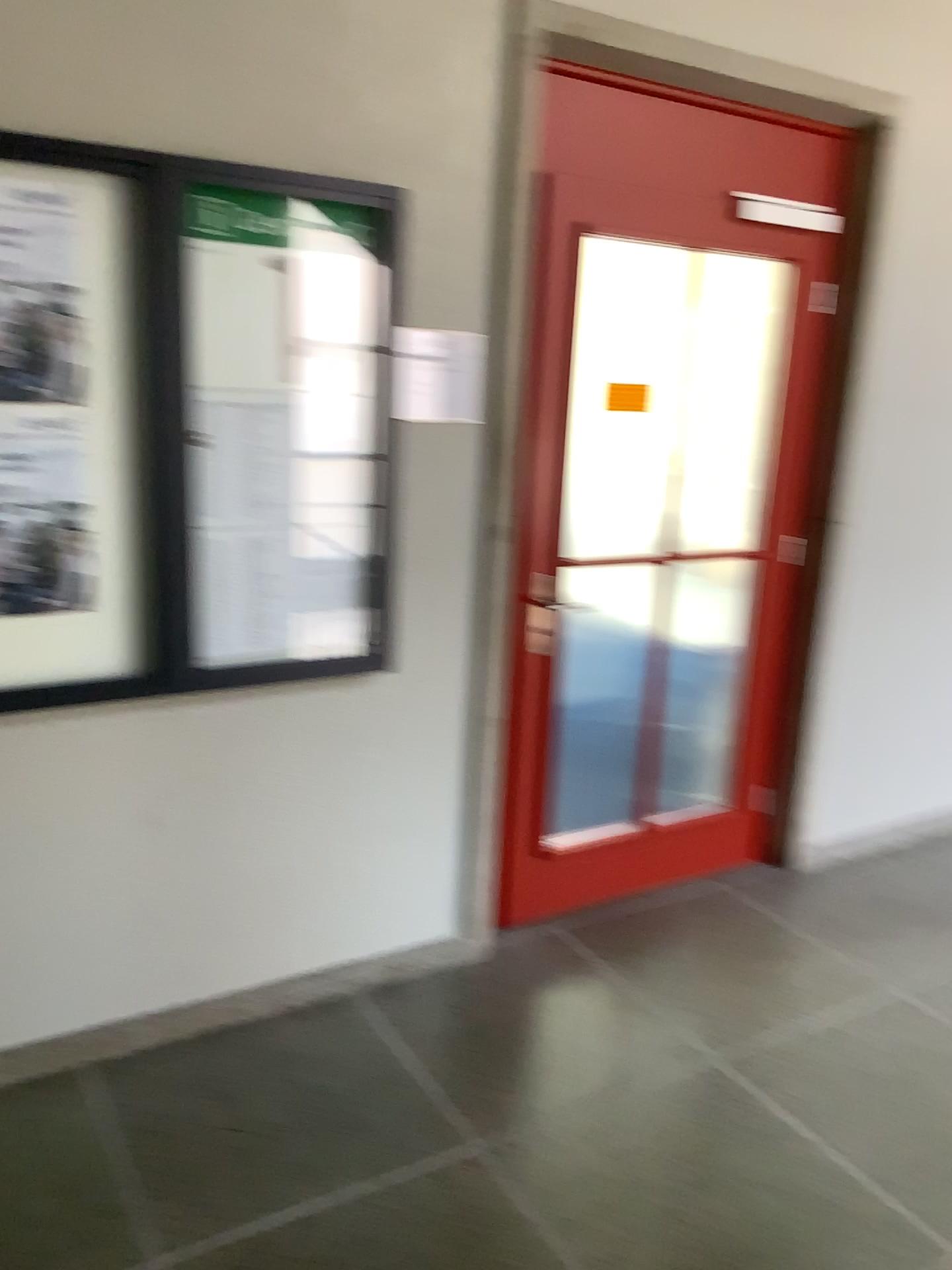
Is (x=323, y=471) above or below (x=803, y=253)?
below

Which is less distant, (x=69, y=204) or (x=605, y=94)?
(x=69, y=204)

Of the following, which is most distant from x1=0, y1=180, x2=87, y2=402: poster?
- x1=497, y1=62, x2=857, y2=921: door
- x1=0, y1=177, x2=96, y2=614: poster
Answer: x1=497, y1=62, x2=857, y2=921: door

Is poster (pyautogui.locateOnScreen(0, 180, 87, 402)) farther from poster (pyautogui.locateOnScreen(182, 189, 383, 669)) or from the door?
the door

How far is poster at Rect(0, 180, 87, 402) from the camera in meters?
2.0 m

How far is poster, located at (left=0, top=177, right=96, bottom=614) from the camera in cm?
205

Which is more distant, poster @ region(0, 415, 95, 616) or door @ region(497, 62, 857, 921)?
door @ region(497, 62, 857, 921)

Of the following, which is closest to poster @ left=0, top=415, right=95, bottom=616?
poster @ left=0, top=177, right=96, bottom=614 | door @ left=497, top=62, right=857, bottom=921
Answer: poster @ left=0, top=177, right=96, bottom=614

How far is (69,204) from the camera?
2.05m

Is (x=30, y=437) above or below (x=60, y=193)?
below
